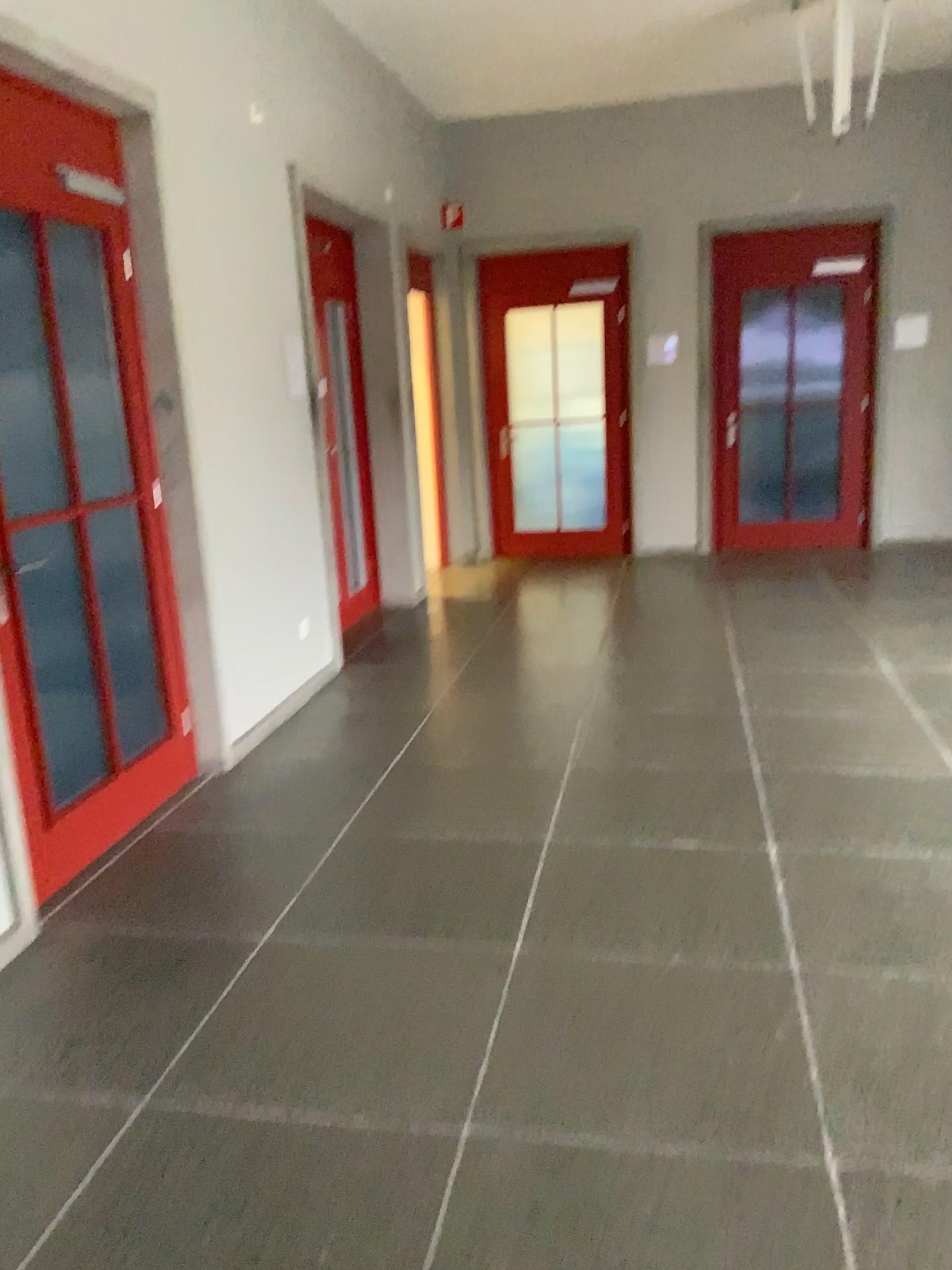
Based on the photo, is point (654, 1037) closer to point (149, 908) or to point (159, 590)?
point (149, 908)
